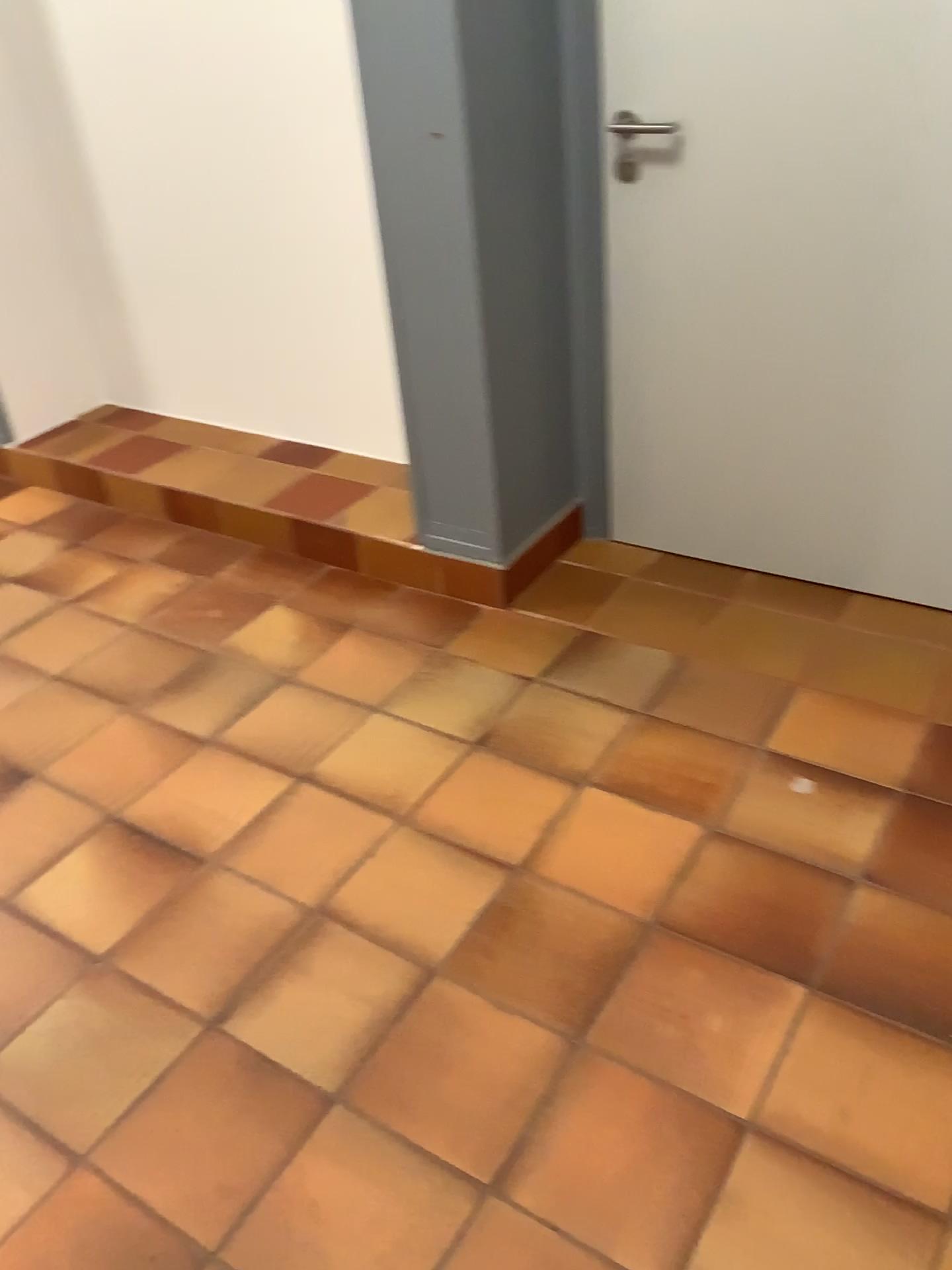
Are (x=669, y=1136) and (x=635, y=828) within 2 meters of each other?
yes
